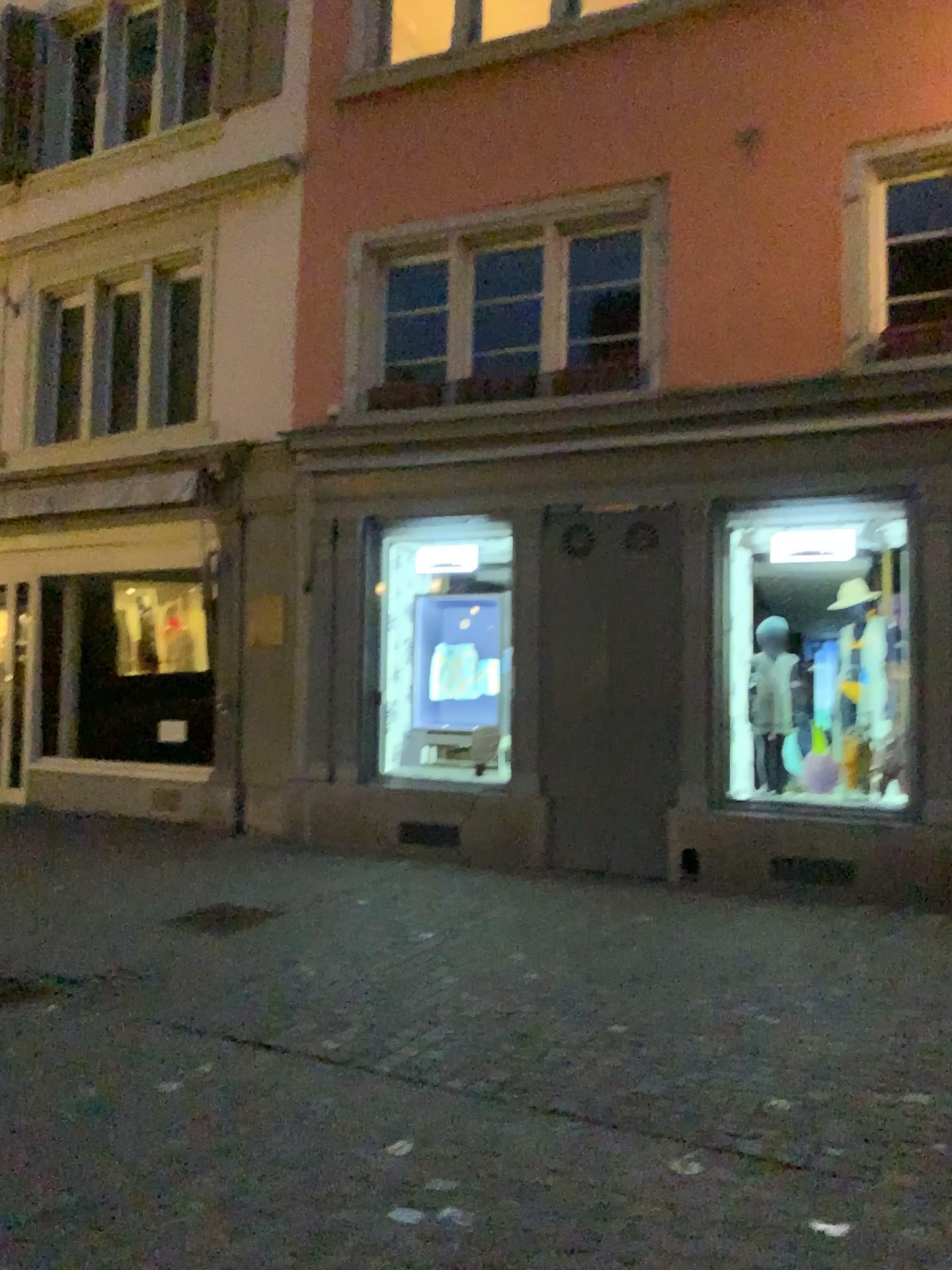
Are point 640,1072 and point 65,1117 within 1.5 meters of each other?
no
